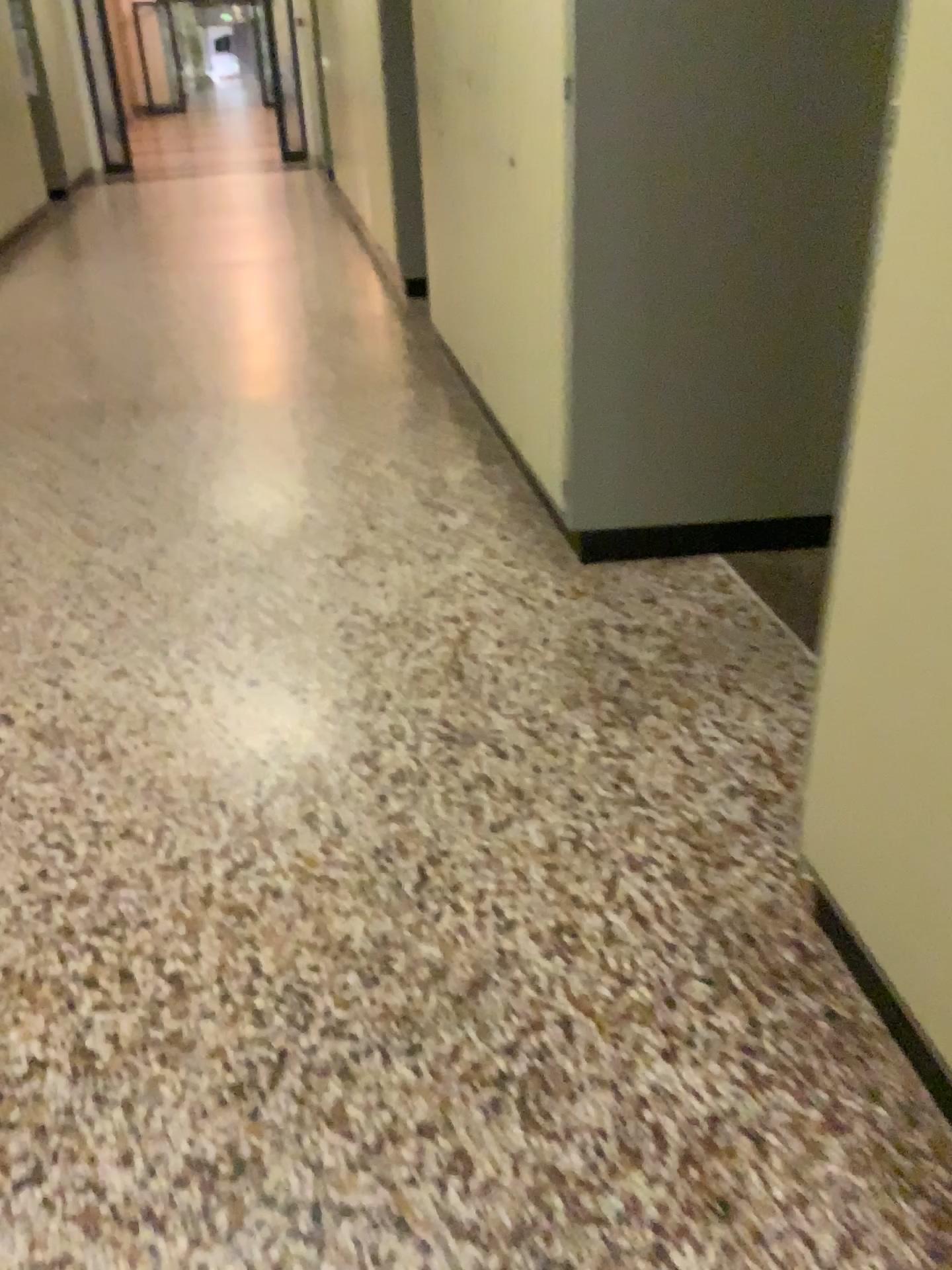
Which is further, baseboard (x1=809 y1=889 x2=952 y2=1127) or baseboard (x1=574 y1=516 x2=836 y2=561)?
baseboard (x1=574 y1=516 x2=836 y2=561)

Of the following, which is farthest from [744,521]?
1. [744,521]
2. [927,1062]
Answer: [927,1062]

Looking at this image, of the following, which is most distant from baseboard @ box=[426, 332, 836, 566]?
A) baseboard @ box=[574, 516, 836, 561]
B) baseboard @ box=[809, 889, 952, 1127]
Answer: baseboard @ box=[809, 889, 952, 1127]

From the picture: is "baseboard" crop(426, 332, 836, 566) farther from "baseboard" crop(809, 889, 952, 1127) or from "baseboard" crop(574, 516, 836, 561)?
"baseboard" crop(809, 889, 952, 1127)

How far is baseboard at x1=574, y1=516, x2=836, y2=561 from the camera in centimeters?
284cm

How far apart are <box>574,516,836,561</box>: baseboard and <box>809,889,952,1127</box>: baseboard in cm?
133

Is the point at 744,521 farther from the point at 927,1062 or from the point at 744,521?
the point at 927,1062

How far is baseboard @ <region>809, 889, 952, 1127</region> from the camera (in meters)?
1.32

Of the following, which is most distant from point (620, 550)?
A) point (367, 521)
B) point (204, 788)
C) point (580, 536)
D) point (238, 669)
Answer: point (204, 788)

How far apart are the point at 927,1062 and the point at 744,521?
1.7 meters
